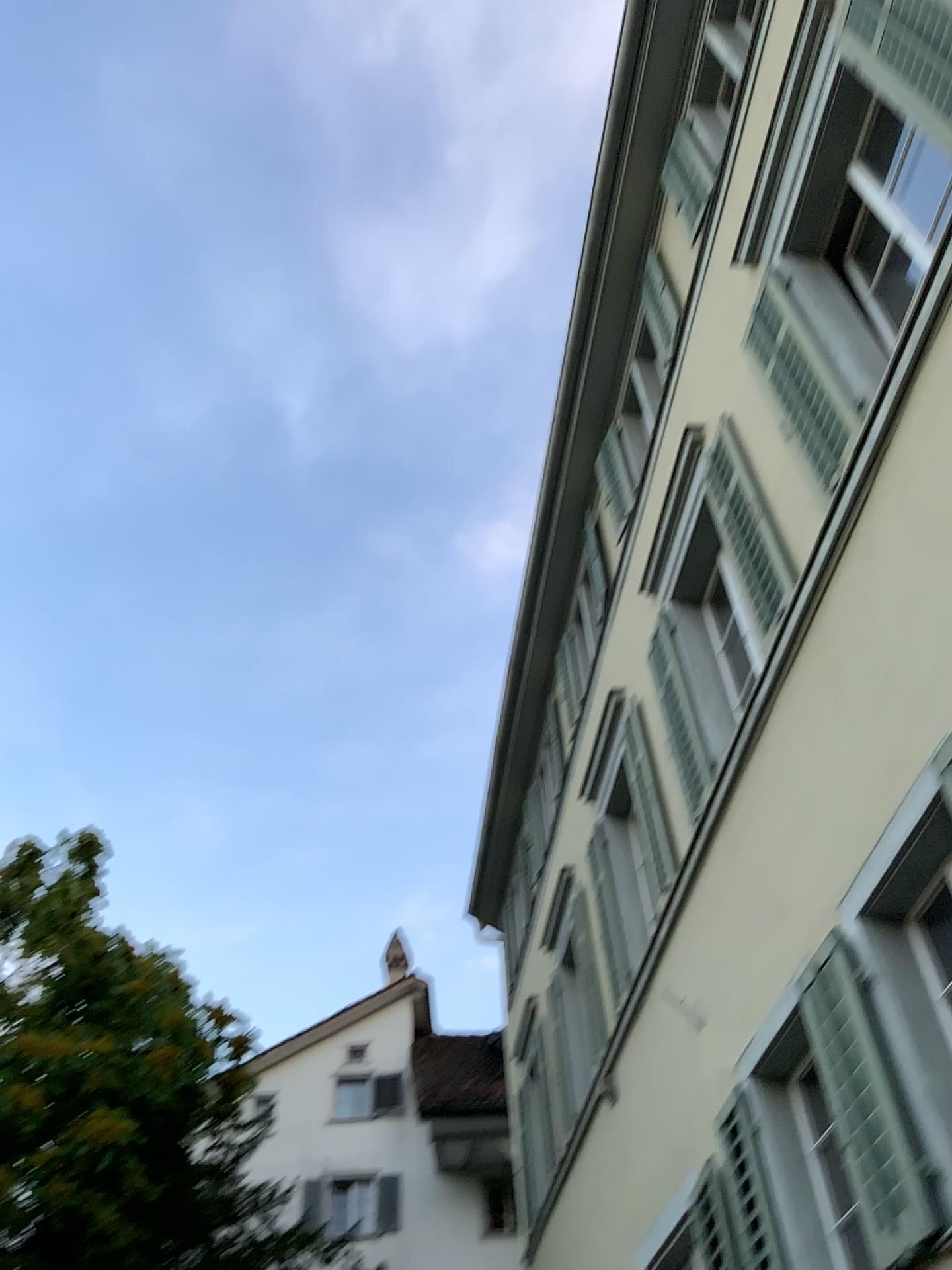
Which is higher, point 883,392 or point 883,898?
point 883,392
